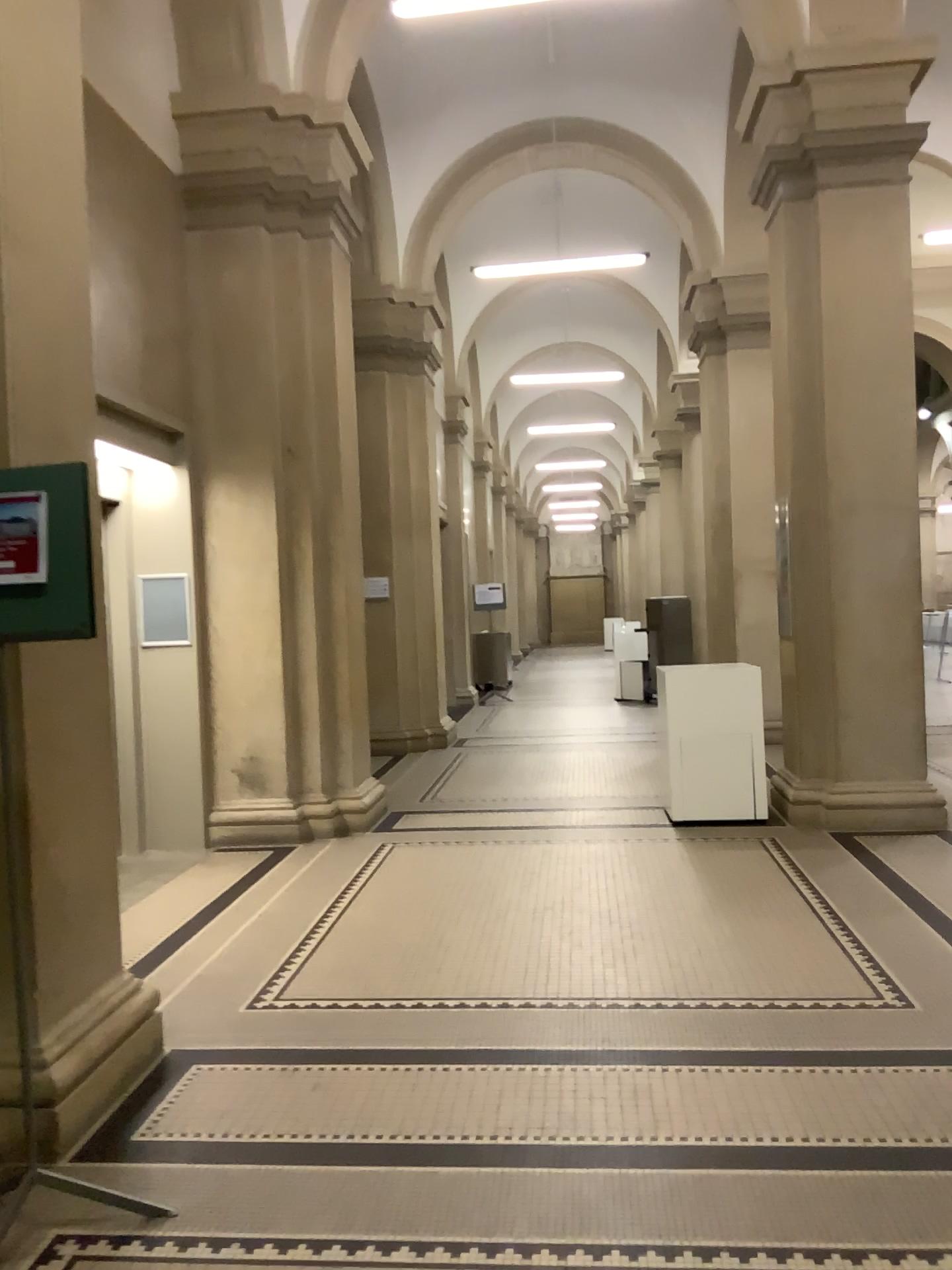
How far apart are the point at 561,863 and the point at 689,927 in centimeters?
111cm

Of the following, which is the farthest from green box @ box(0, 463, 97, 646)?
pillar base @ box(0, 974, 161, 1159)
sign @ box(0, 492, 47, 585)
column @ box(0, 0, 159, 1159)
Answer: pillar base @ box(0, 974, 161, 1159)

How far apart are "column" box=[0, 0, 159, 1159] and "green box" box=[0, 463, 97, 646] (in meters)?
0.39

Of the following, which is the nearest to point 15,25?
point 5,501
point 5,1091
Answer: point 5,501

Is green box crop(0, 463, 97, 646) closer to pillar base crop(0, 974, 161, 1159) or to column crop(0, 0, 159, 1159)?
column crop(0, 0, 159, 1159)

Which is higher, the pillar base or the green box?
the green box

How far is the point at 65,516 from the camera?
2.40m

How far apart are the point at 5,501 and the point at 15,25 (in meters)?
1.49

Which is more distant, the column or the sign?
the column

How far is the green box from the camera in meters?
2.4
